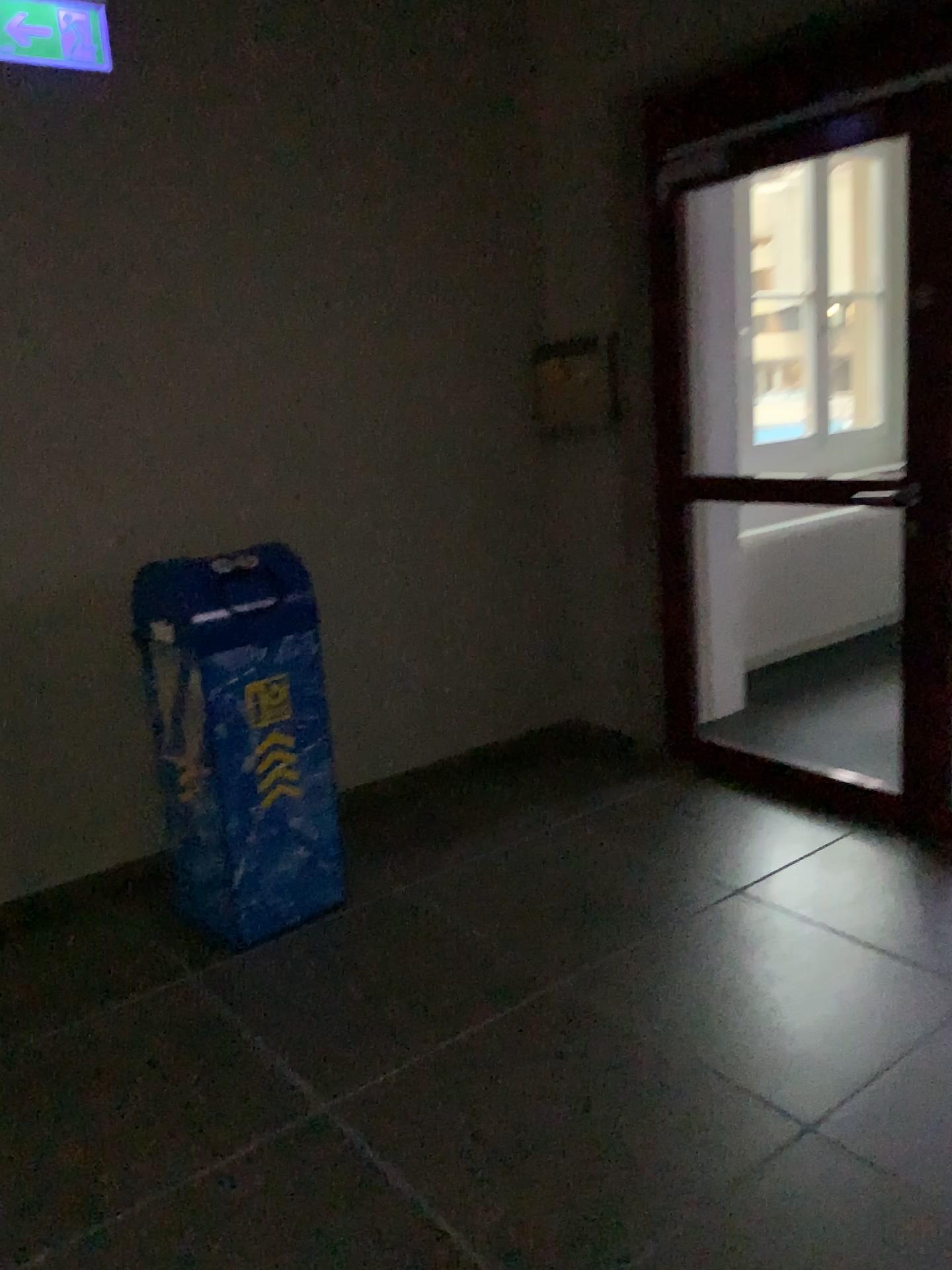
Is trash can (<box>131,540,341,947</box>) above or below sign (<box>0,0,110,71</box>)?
below

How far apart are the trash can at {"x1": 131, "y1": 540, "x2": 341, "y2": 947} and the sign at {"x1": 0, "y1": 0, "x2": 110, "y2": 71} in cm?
144

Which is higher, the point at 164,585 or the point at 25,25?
the point at 25,25

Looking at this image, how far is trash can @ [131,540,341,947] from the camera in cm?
275

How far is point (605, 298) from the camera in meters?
4.0 m

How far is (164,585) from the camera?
2.7m

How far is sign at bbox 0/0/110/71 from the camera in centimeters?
289cm

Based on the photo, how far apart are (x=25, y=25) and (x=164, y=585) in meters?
1.6 m
